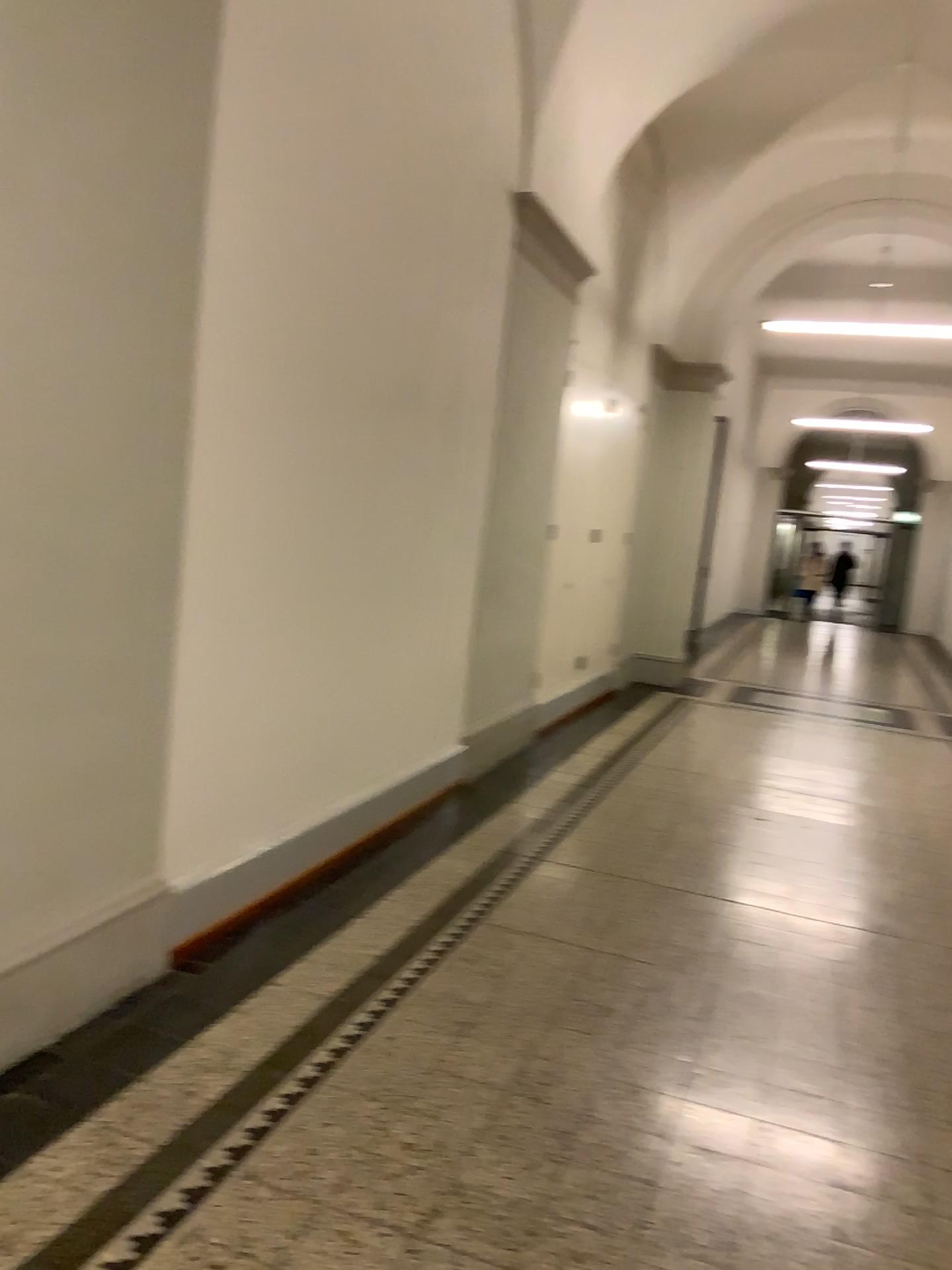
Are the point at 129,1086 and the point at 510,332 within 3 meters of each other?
no
